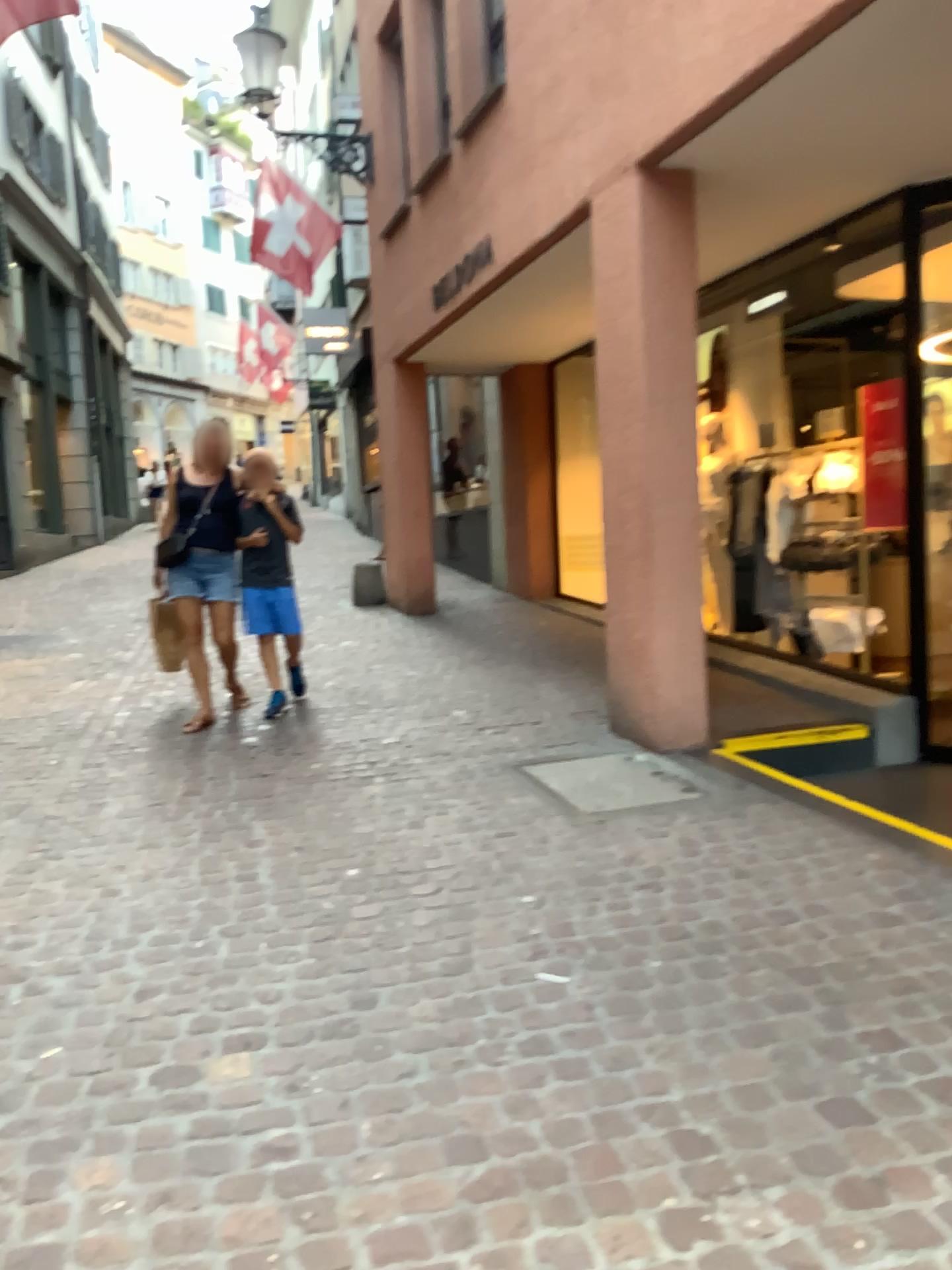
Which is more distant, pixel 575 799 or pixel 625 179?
pixel 625 179

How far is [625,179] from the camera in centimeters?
469cm

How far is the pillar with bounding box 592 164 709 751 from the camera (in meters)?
4.69

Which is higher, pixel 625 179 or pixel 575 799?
pixel 625 179

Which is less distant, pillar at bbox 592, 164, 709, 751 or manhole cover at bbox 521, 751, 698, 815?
manhole cover at bbox 521, 751, 698, 815

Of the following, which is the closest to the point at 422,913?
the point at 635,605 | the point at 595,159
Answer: the point at 635,605
